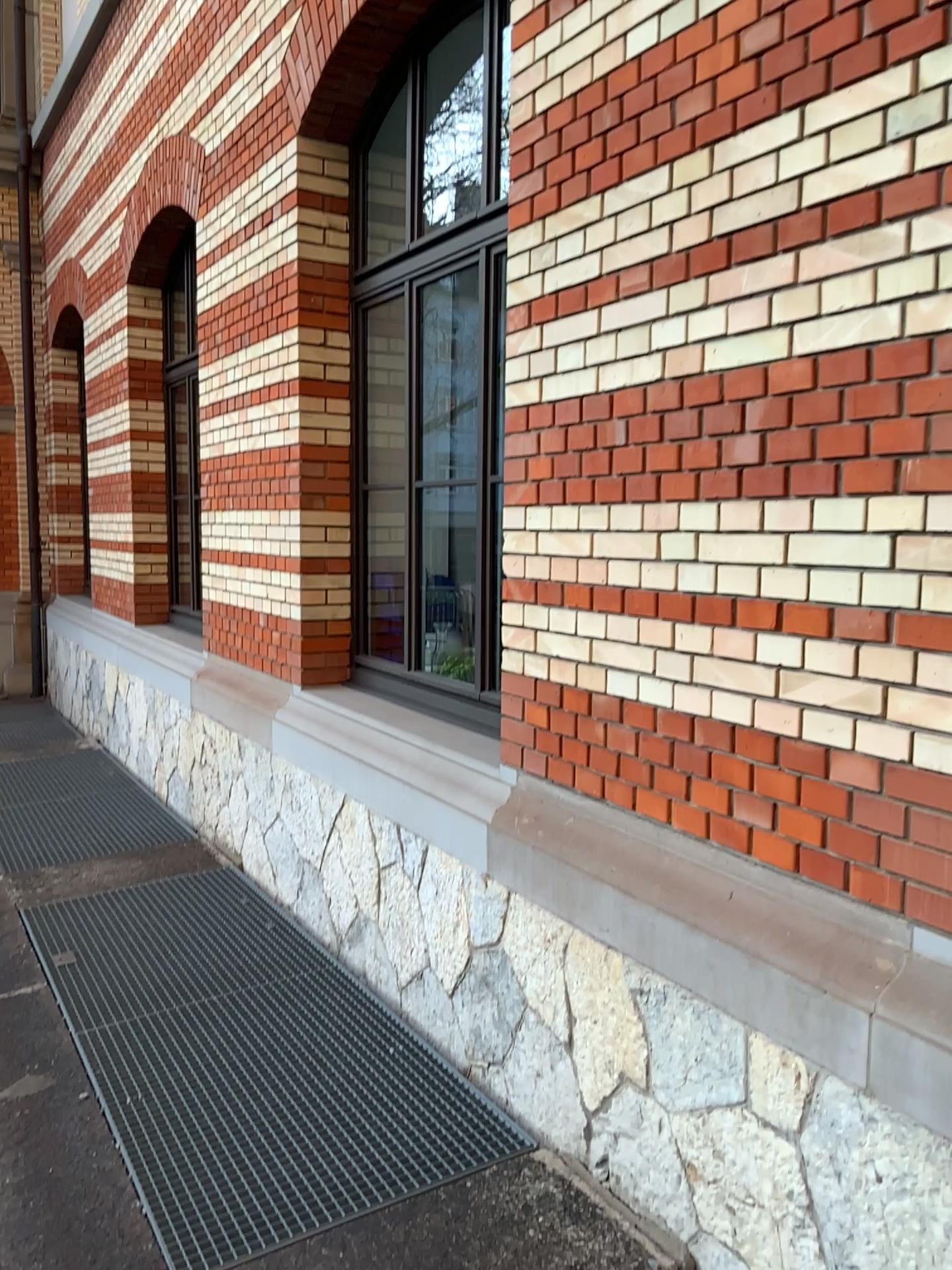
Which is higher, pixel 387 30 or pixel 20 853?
pixel 387 30

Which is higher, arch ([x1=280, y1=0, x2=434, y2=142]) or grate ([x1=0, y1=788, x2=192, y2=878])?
arch ([x1=280, y1=0, x2=434, y2=142])

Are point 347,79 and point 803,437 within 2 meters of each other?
no

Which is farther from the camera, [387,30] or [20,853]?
[20,853]

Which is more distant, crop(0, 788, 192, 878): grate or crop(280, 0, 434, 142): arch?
crop(0, 788, 192, 878): grate
